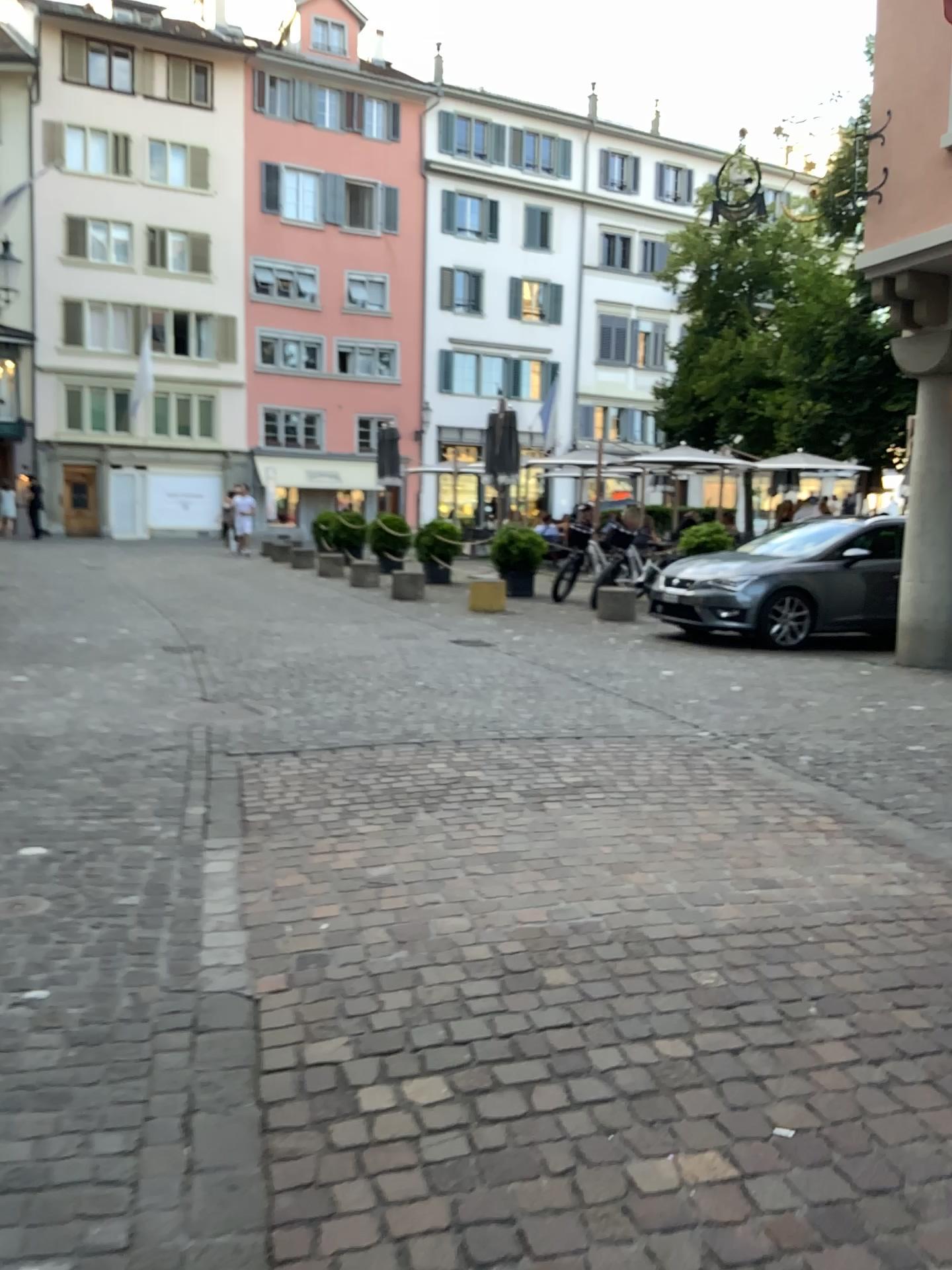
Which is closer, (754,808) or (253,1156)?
(253,1156)
